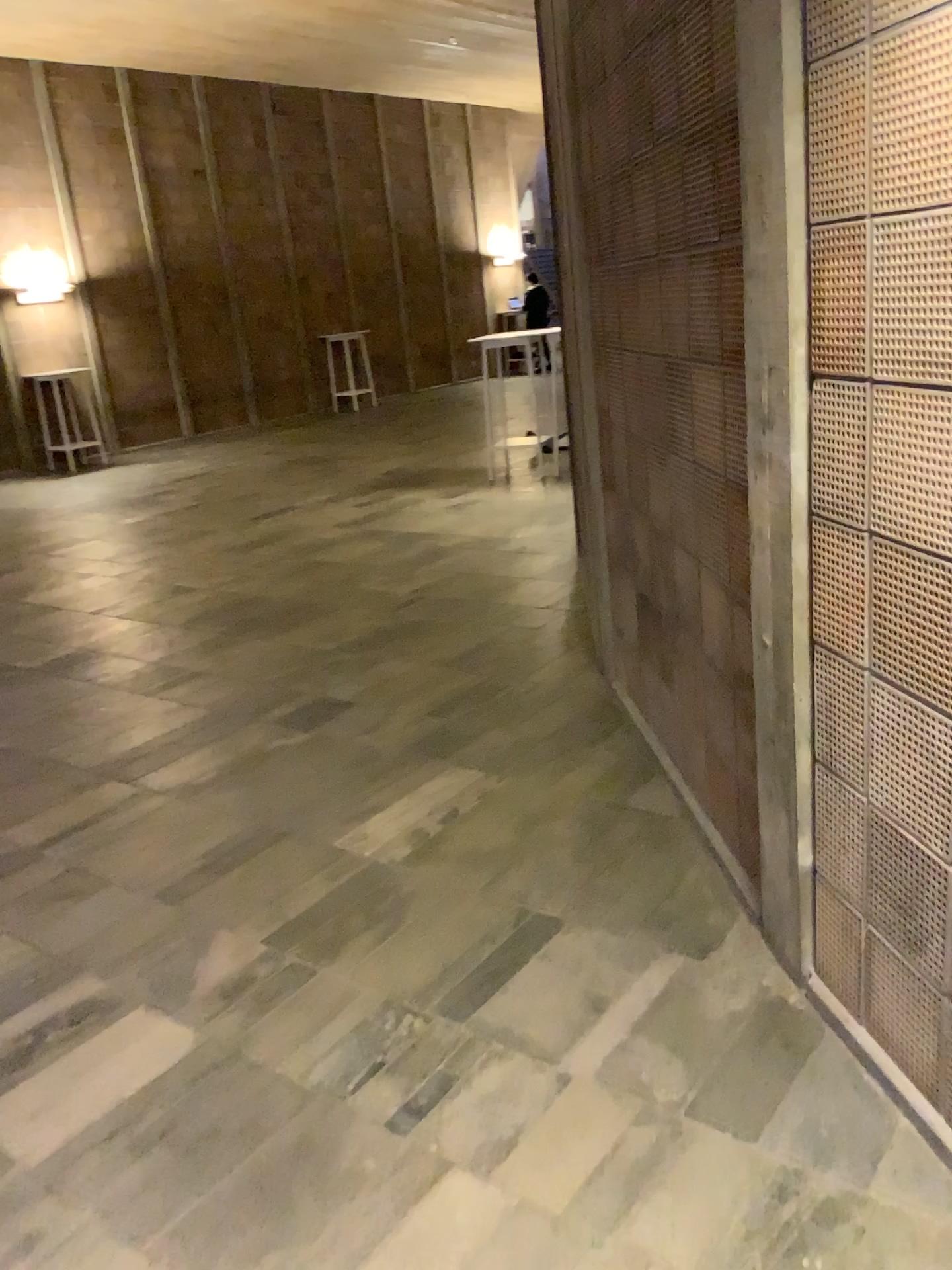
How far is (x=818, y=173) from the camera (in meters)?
1.75
